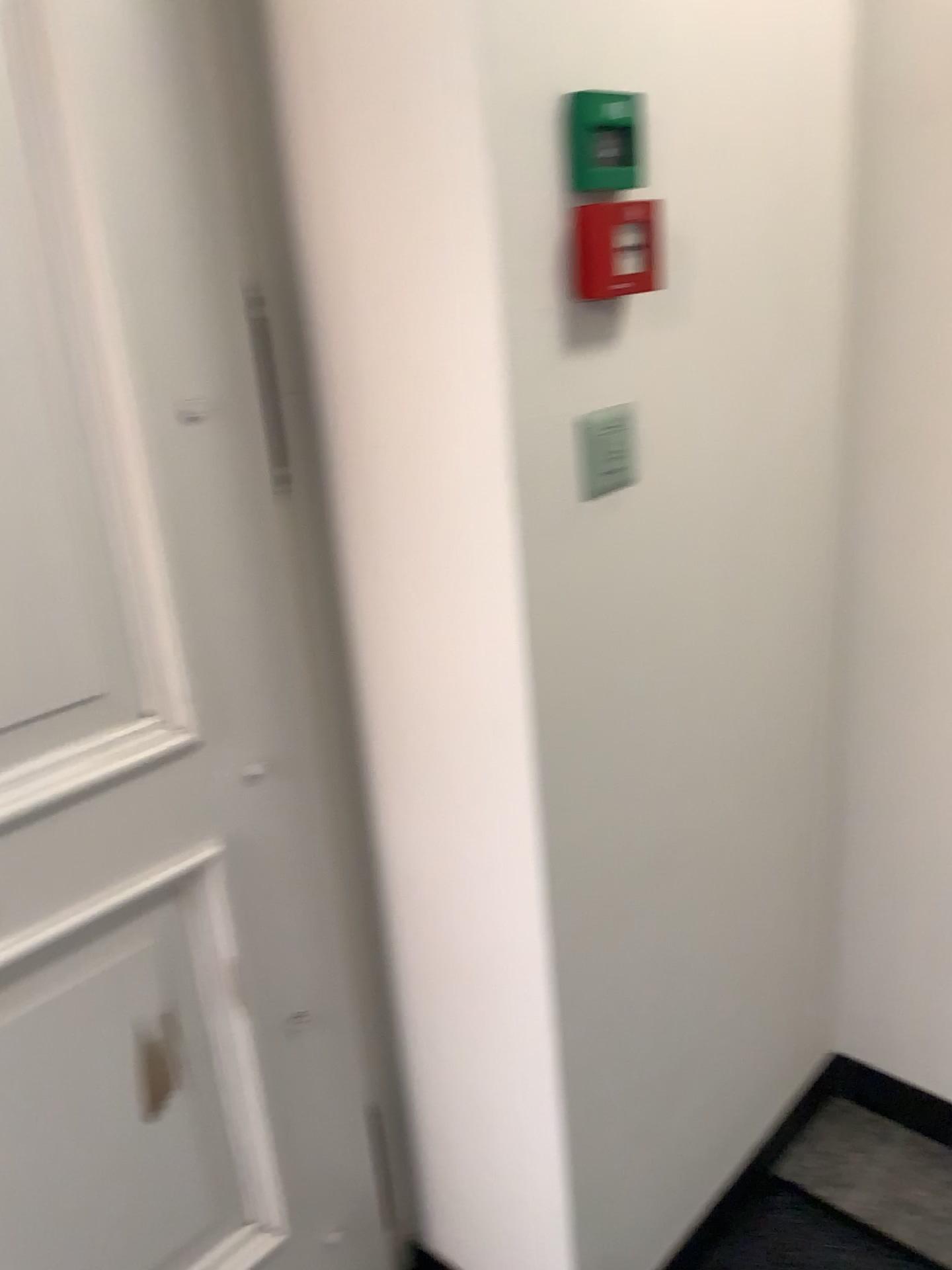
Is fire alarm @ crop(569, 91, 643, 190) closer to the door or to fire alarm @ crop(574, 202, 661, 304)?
fire alarm @ crop(574, 202, 661, 304)

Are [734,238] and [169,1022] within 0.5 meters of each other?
no

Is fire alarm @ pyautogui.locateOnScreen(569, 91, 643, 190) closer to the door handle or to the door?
the door

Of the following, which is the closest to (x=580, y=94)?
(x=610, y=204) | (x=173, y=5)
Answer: (x=610, y=204)

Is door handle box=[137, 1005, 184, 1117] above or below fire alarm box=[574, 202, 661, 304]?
below

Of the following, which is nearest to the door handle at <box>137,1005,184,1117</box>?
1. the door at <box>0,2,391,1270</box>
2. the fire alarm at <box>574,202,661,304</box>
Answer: the door at <box>0,2,391,1270</box>

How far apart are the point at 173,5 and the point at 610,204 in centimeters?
45cm

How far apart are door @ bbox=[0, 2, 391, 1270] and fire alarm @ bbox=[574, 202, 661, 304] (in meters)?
0.35

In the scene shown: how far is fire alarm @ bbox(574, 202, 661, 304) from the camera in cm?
102

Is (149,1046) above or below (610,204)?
below
